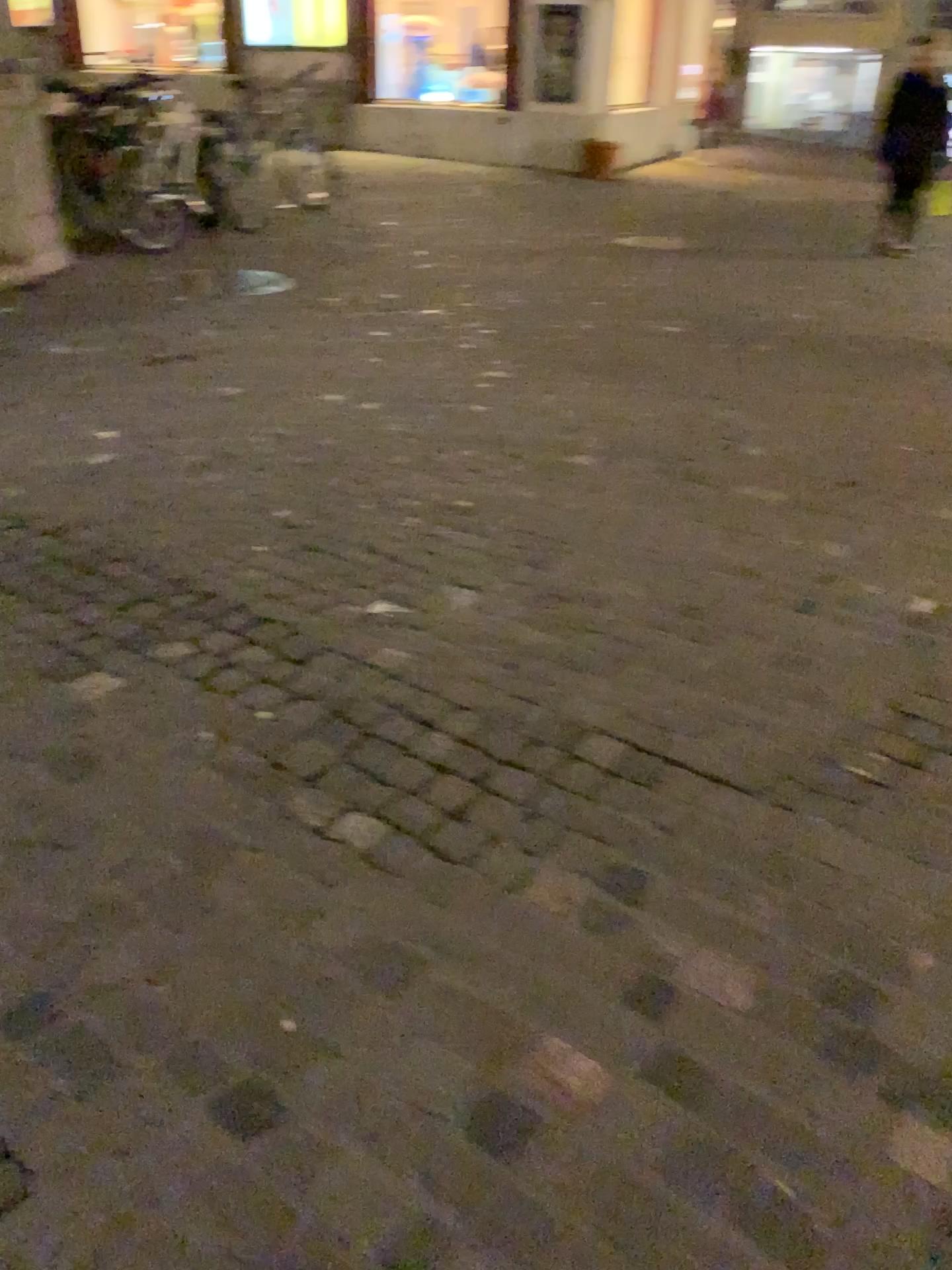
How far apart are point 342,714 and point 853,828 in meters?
1.0 m
